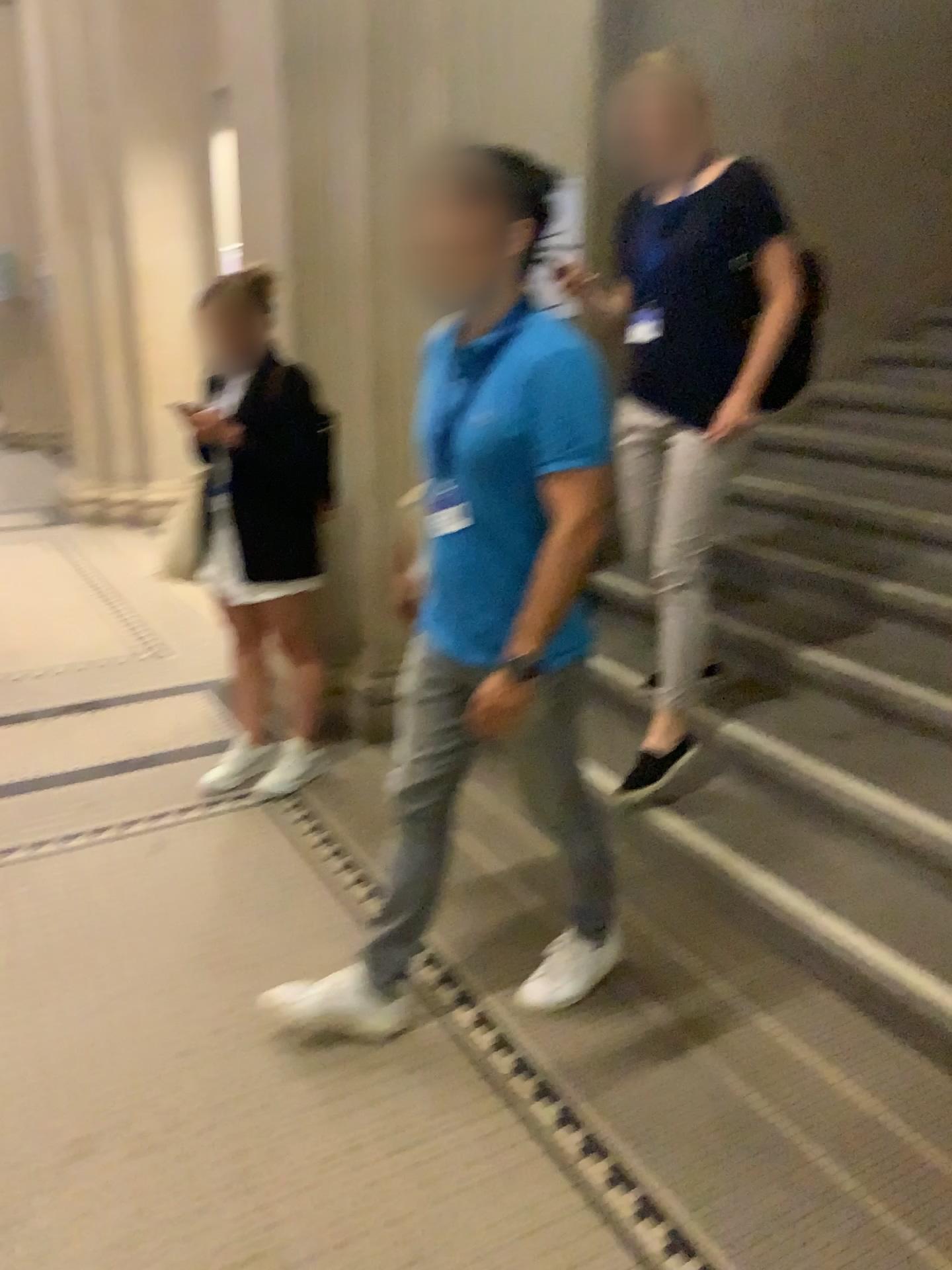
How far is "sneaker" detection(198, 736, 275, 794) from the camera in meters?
3.2

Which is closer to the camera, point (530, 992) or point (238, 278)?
point (530, 992)

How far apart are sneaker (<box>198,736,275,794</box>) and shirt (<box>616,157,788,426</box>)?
1.7 meters

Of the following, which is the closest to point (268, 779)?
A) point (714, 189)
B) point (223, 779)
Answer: point (223, 779)

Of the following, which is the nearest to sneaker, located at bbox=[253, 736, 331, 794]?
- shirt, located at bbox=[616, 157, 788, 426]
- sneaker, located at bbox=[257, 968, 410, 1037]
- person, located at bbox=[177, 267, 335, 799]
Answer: person, located at bbox=[177, 267, 335, 799]

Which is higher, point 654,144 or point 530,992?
point 654,144

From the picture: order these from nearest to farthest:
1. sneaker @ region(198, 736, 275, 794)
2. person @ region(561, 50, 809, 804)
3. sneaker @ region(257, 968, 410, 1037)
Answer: sneaker @ region(257, 968, 410, 1037) < person @ region(561, 50, 809, 804) < sneaker @ region(198, 736, 275, 794)

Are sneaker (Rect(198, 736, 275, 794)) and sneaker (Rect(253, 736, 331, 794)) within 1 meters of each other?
yes

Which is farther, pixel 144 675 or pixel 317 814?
pixel 144 675

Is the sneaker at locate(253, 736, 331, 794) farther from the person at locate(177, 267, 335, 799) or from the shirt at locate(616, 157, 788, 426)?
the shirt at locate(616, 157, 788, 426)
